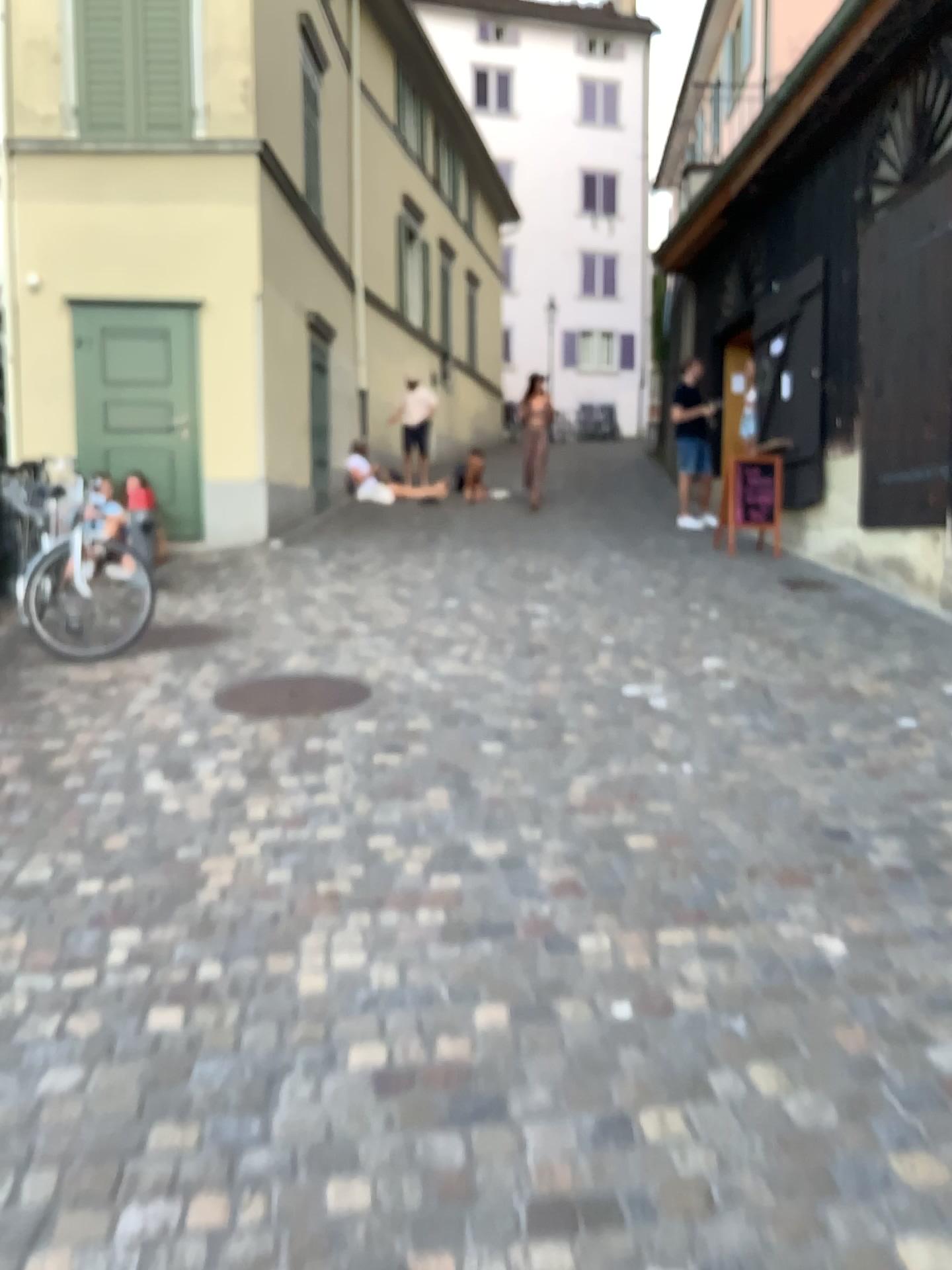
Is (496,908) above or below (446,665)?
below
